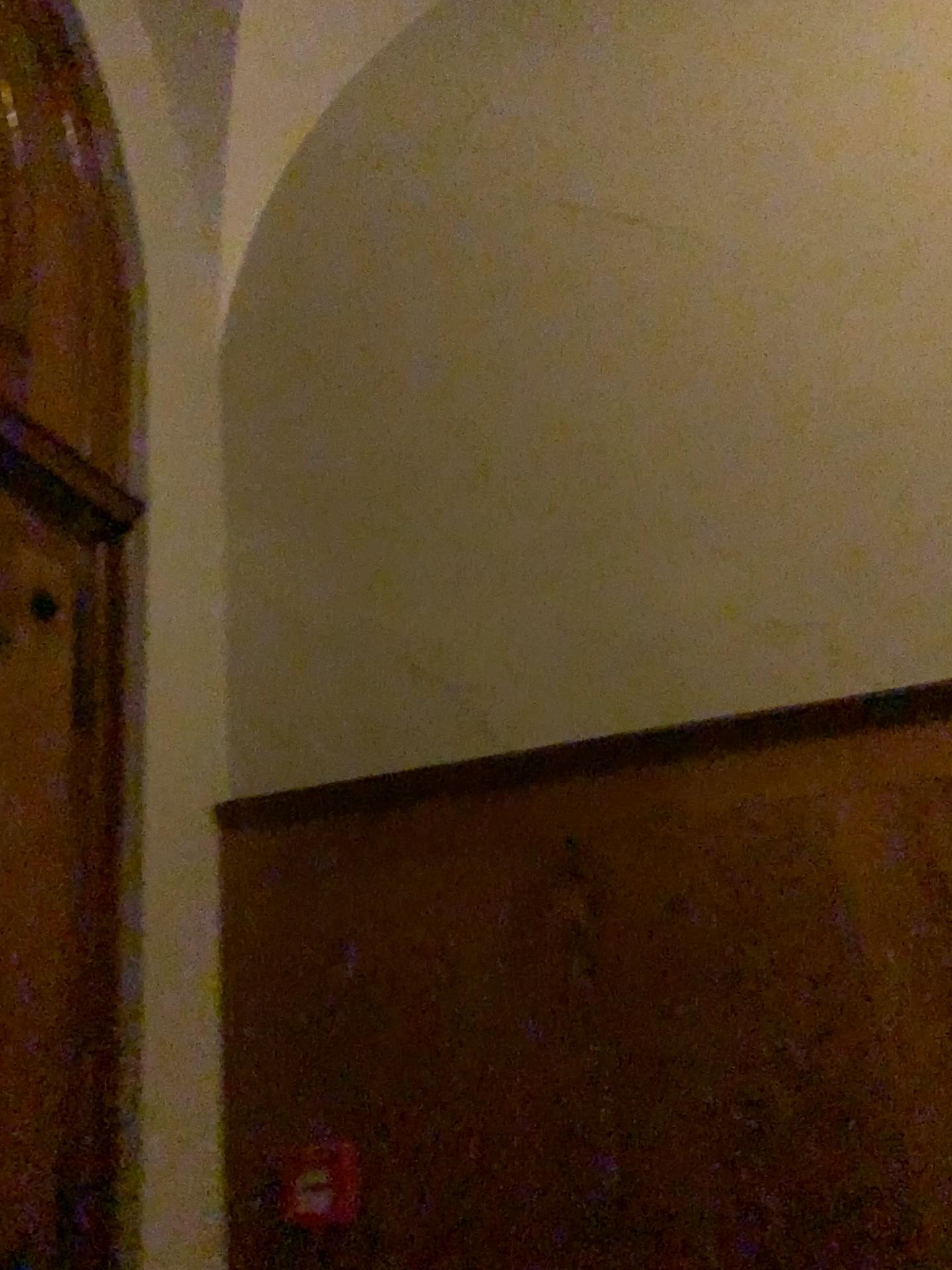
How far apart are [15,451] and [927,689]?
1.8 meters

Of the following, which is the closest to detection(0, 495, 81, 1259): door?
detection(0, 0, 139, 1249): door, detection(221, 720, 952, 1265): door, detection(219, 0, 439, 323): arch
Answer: detection(0, 0, 139, 1249): door

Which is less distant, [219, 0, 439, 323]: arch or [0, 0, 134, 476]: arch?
[0, 0, 134, 476]: arch

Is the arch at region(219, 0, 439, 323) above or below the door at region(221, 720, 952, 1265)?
above

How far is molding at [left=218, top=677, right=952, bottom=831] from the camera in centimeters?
205cm

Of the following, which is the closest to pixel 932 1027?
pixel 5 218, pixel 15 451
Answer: pixel 15 451

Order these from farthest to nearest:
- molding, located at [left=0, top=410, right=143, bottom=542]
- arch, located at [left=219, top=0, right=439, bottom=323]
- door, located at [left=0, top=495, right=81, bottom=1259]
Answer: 1. arch, located at [left=219, top=0, right=439, bottom=323]
2. molding, located at [left=0, top=410, right=143, bottom=542]
3. door, located at [left=0, top=495, right=81, bottom=1259]

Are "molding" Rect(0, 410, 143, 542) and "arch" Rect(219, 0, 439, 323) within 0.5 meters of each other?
no

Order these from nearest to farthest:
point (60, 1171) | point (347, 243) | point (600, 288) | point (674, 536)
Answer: point (60, 1171)
point (674, 536)
point (600, 288)
point (347, 243)

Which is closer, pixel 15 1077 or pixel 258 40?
pixel 15 1077
